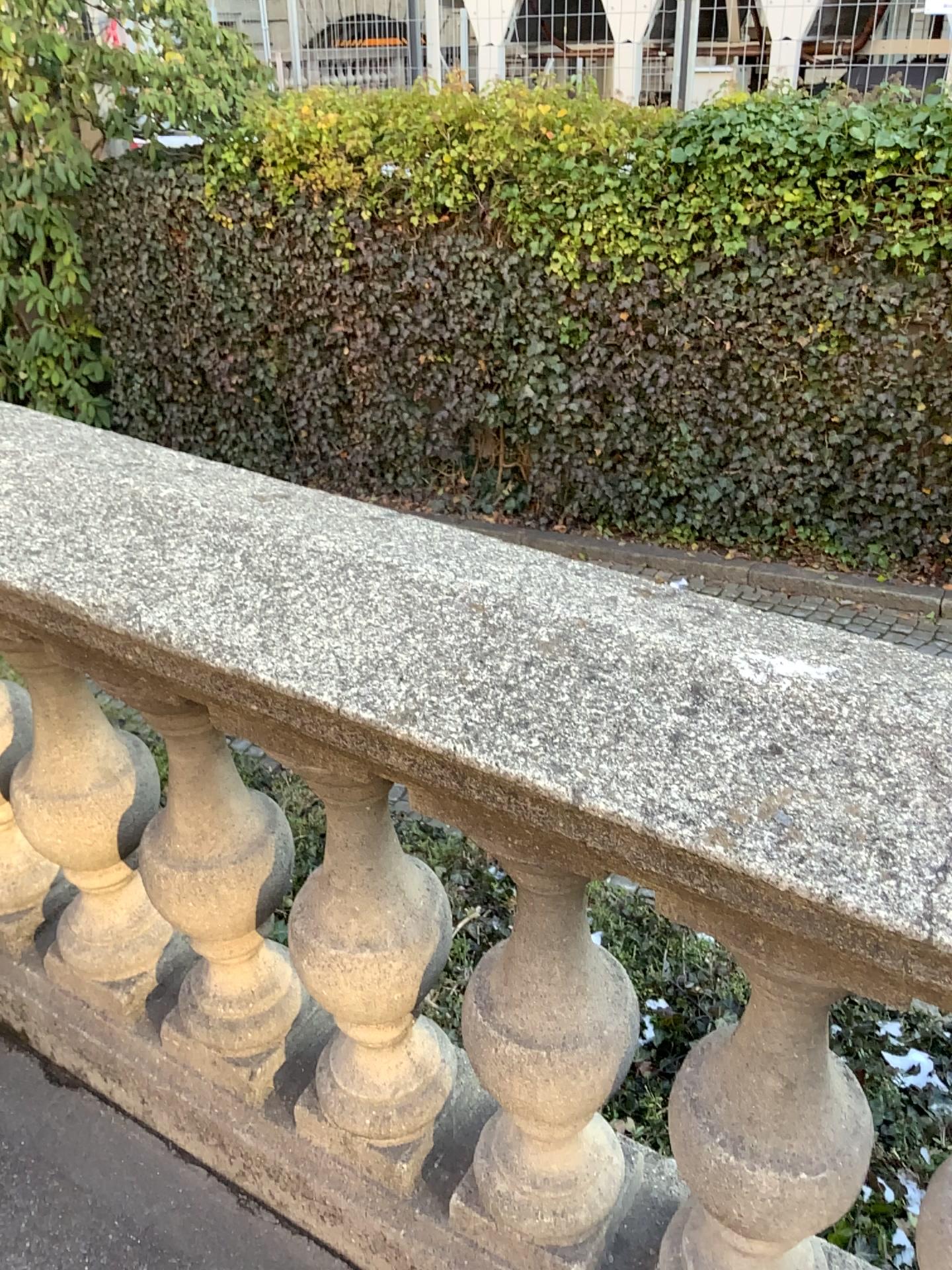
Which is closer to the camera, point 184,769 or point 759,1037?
point 759,1037

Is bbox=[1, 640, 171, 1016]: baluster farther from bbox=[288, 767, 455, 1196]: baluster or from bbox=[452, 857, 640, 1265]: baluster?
bbox=[452, 857, 640, 1265]: baluster

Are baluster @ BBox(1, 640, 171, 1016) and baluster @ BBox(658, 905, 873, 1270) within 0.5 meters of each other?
no

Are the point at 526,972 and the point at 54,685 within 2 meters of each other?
yes

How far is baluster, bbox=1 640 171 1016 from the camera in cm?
146

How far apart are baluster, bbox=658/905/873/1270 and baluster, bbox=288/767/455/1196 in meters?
0.3 m

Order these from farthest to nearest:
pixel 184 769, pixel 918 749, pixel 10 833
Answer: pixel 10 833, pixel 184 769, pixel 918 749

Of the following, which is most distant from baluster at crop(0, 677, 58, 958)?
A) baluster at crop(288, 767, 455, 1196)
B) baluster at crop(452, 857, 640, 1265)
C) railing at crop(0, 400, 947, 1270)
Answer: baluster at crop(452, 857, 640, 1265)

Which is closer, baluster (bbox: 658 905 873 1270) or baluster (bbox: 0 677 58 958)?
baluster (bbox: 658 905 873 1270)

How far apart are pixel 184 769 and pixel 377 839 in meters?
0.3
